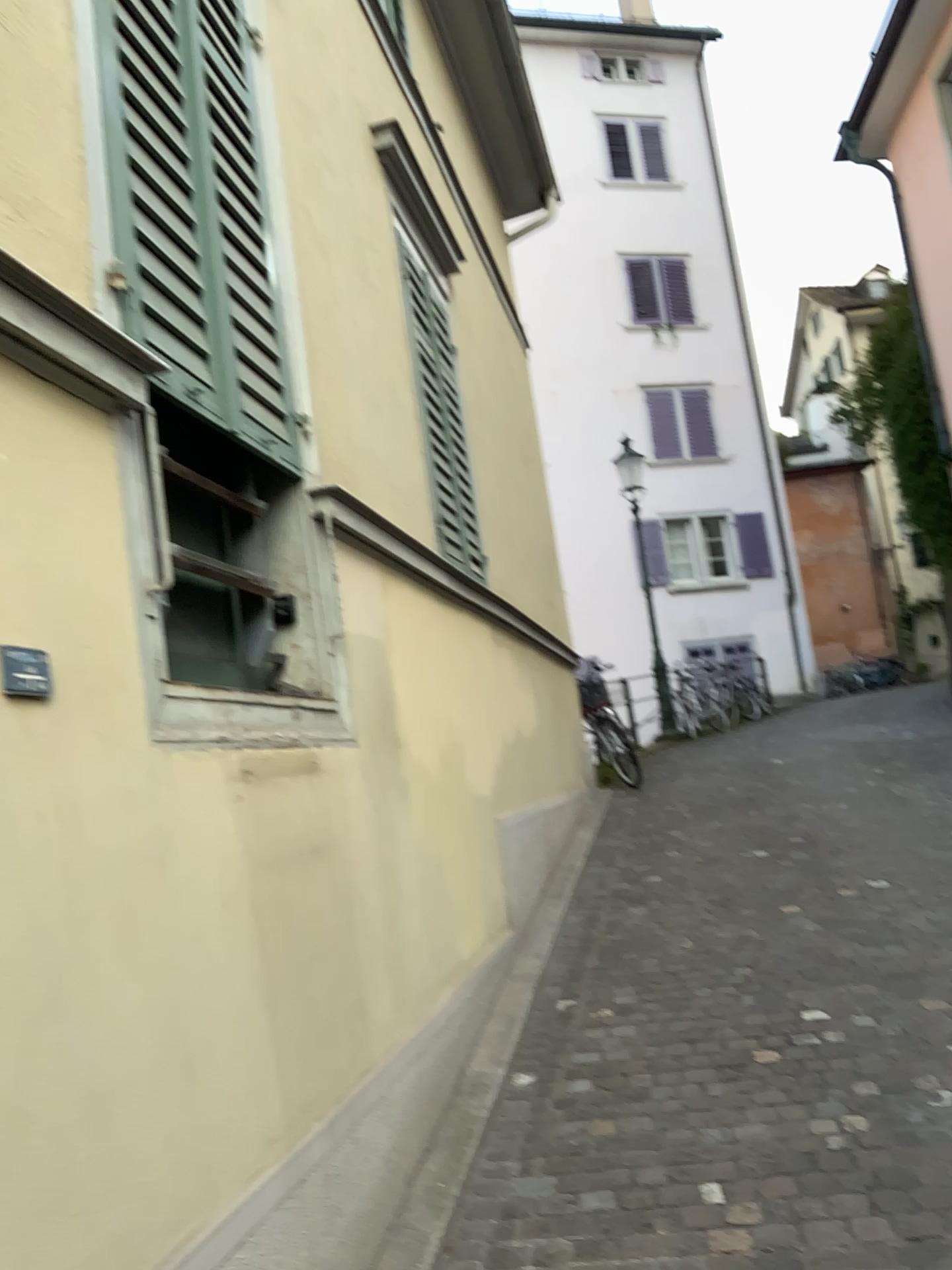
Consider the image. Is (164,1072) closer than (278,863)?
Yes
